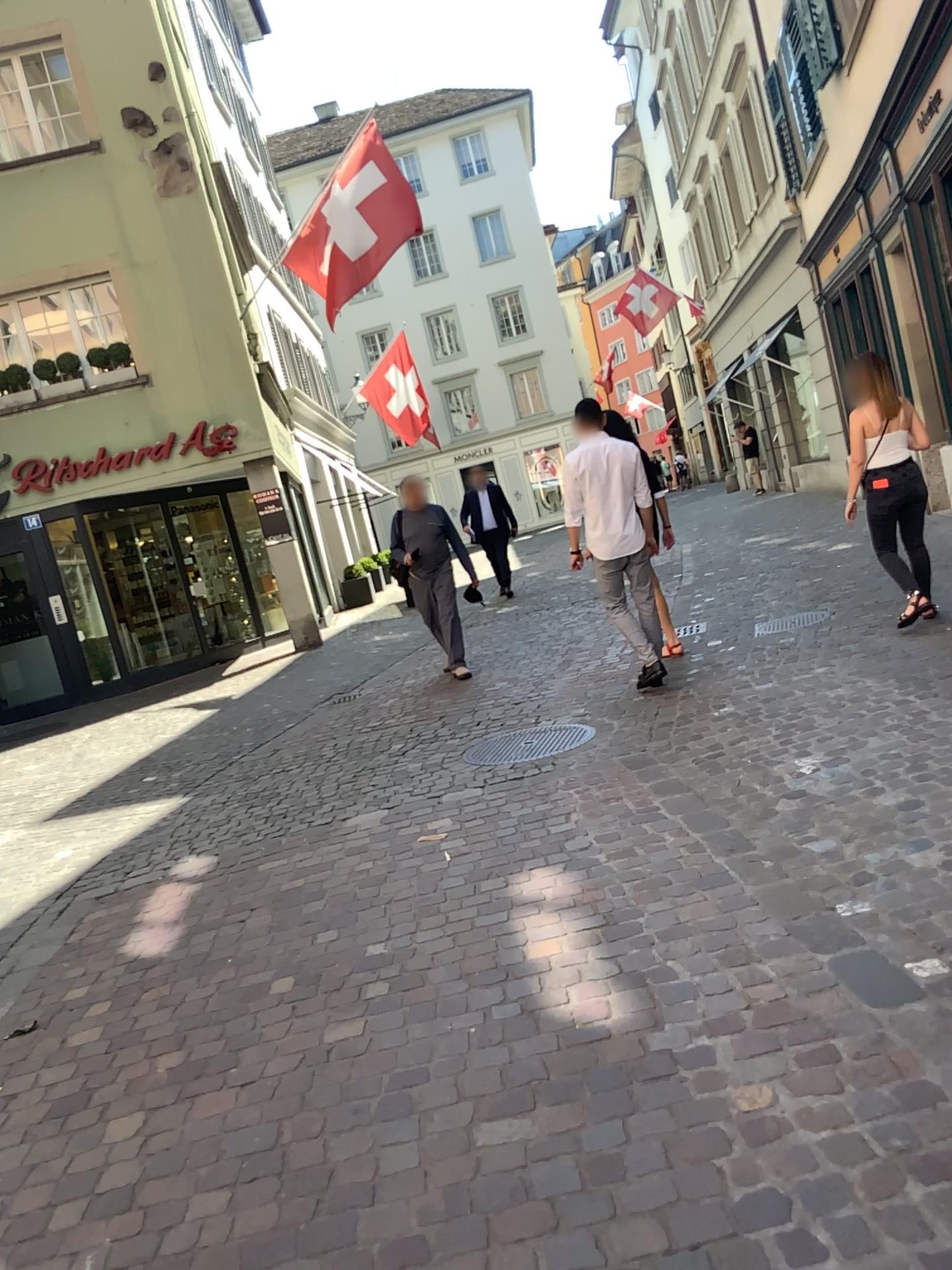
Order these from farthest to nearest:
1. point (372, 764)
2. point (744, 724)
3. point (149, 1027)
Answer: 1. point (372, 764)
2. point (744, 724)
3. point (149, 1027)
